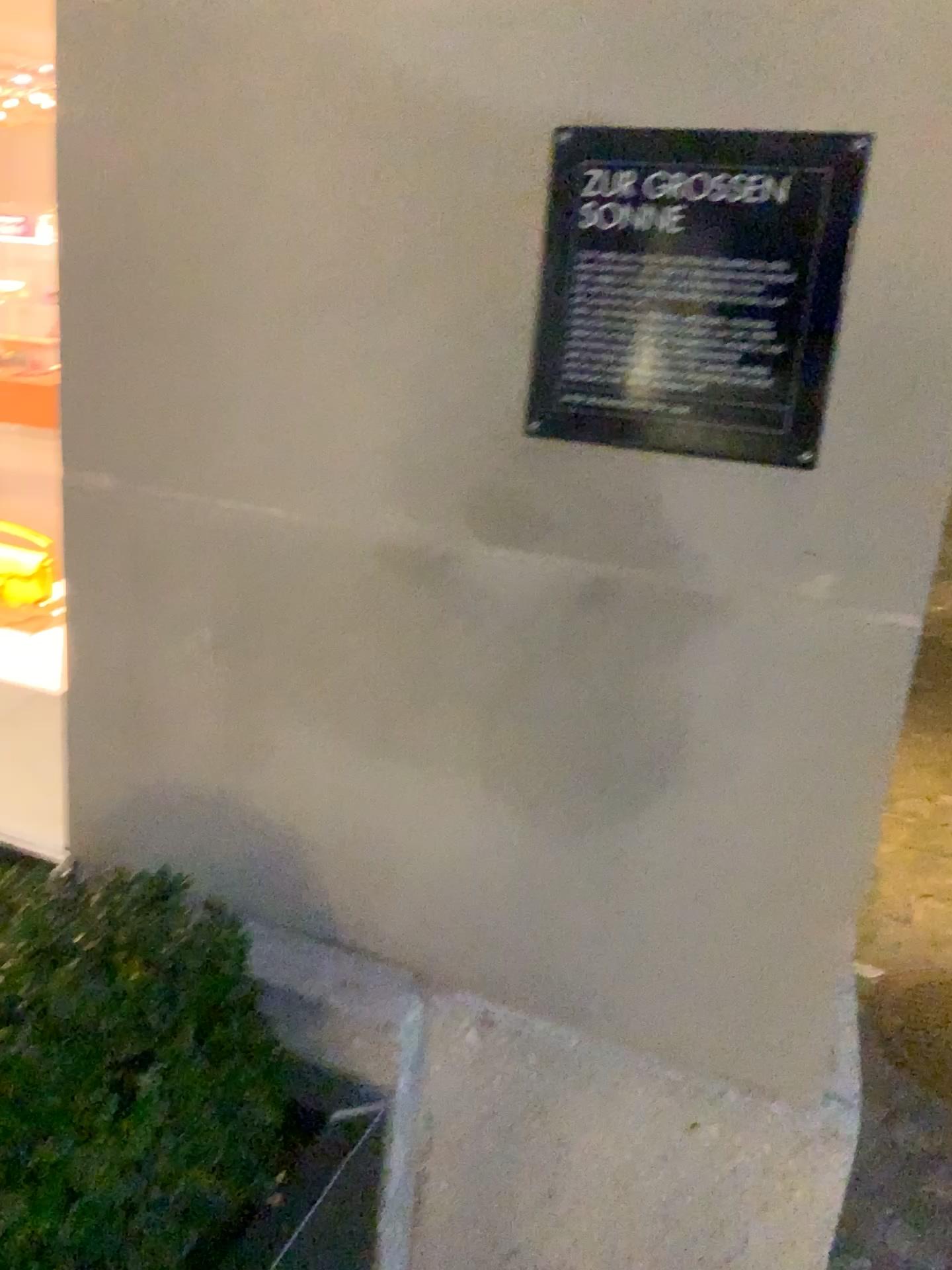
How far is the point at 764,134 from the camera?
0.9 meters

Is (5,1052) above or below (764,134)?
below

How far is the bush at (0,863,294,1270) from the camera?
0.89m

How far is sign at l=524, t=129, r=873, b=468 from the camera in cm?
92

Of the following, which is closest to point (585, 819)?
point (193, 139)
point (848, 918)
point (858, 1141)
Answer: point (848, 918)

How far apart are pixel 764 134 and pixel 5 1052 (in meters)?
→ 1.02

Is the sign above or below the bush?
above

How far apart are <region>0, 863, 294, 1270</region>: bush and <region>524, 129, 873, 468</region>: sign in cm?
57
